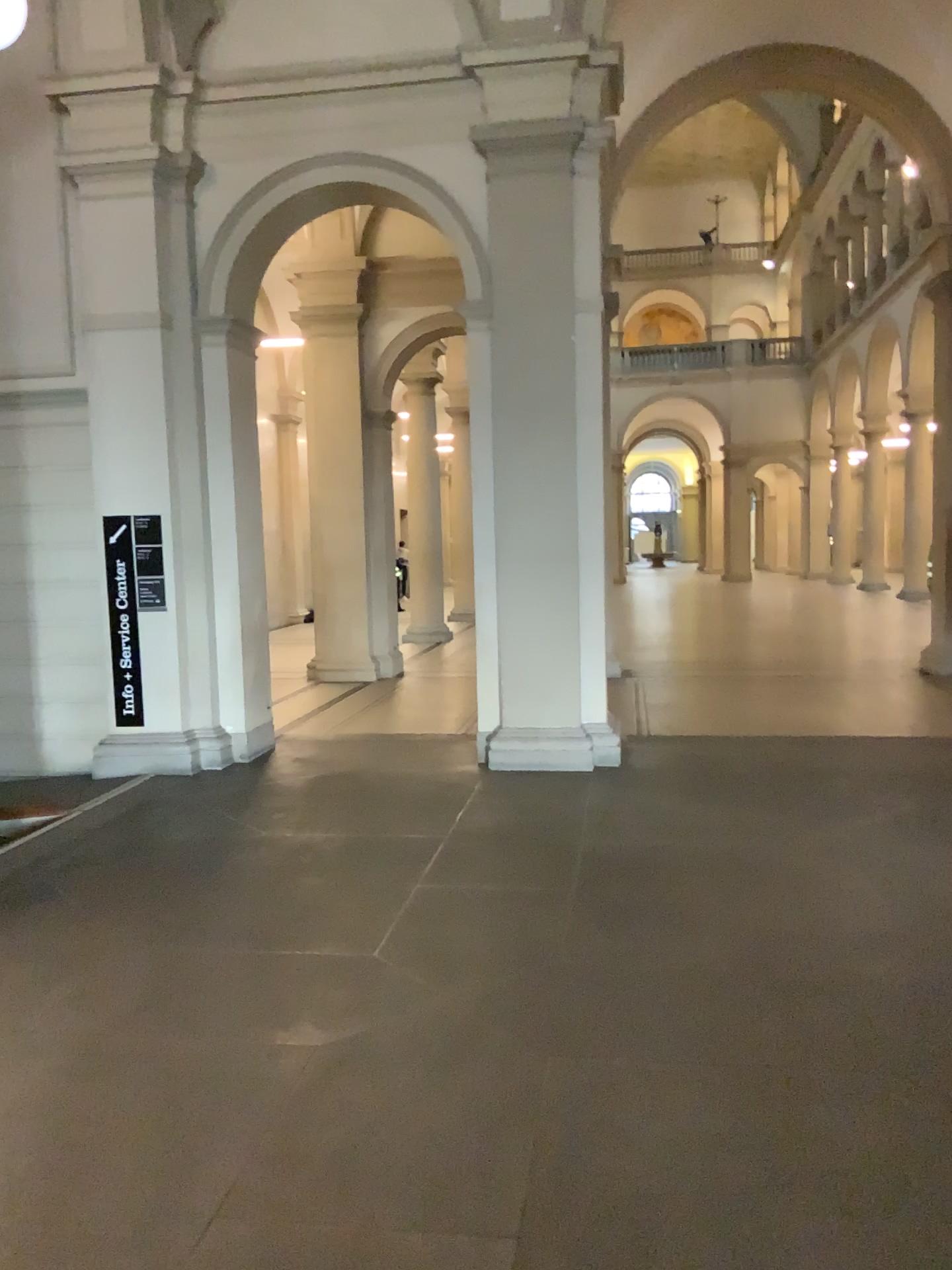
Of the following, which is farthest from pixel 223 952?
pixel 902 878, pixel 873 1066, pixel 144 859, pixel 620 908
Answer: pixel 902 878
